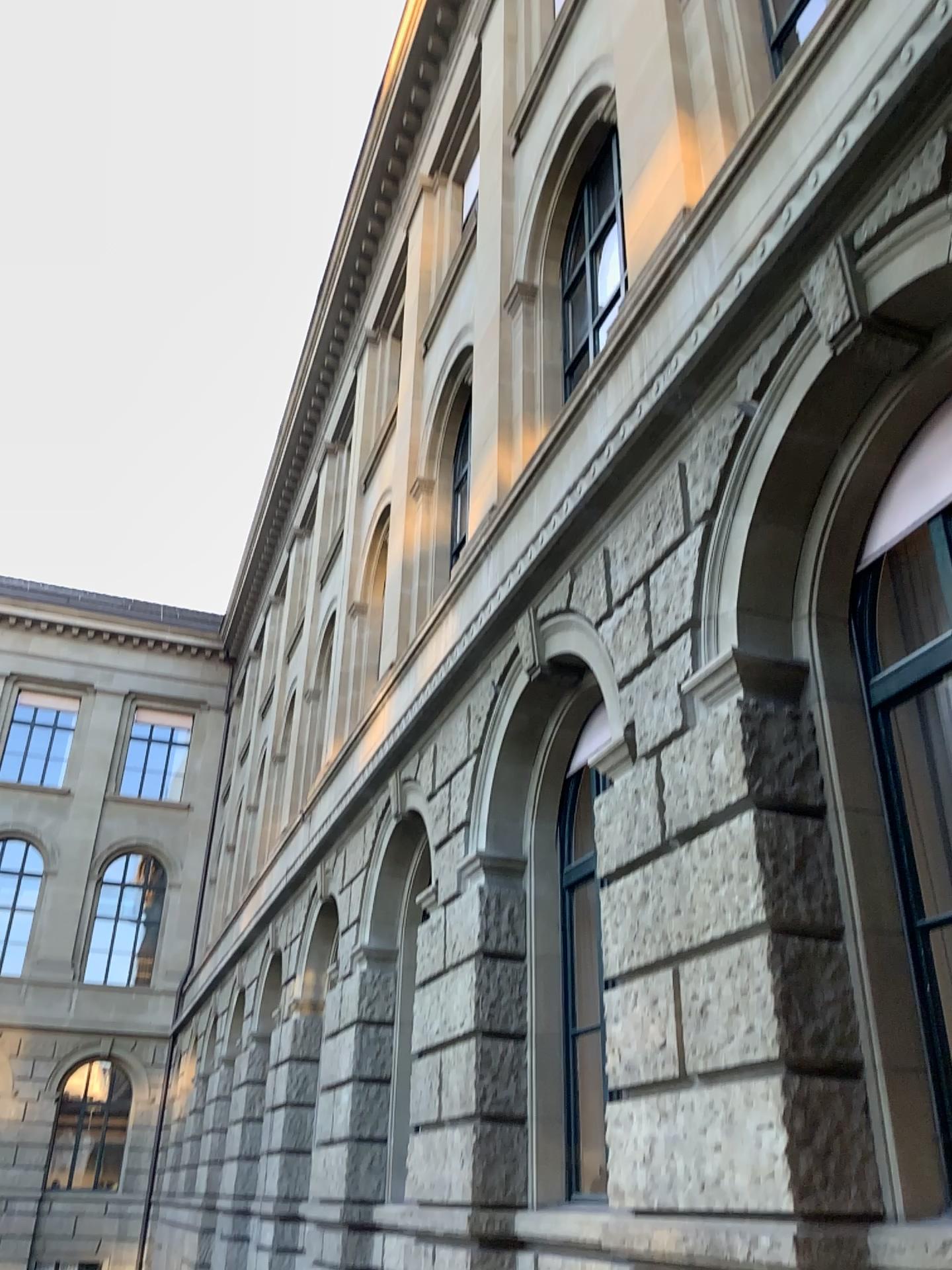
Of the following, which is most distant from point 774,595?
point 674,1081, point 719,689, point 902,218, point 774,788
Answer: point 674,1081
